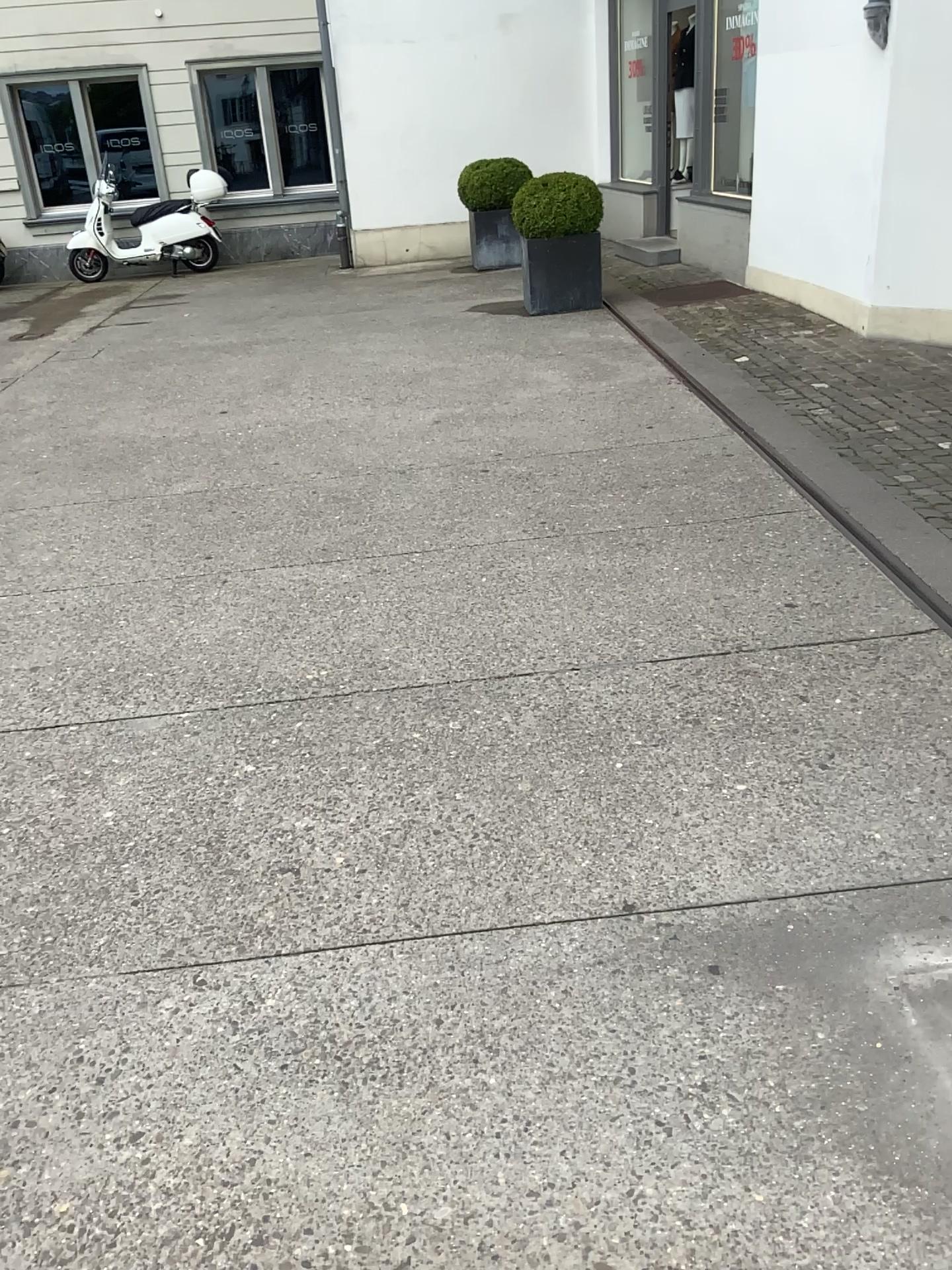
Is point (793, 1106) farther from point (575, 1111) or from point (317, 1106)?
point (317, 1106)
